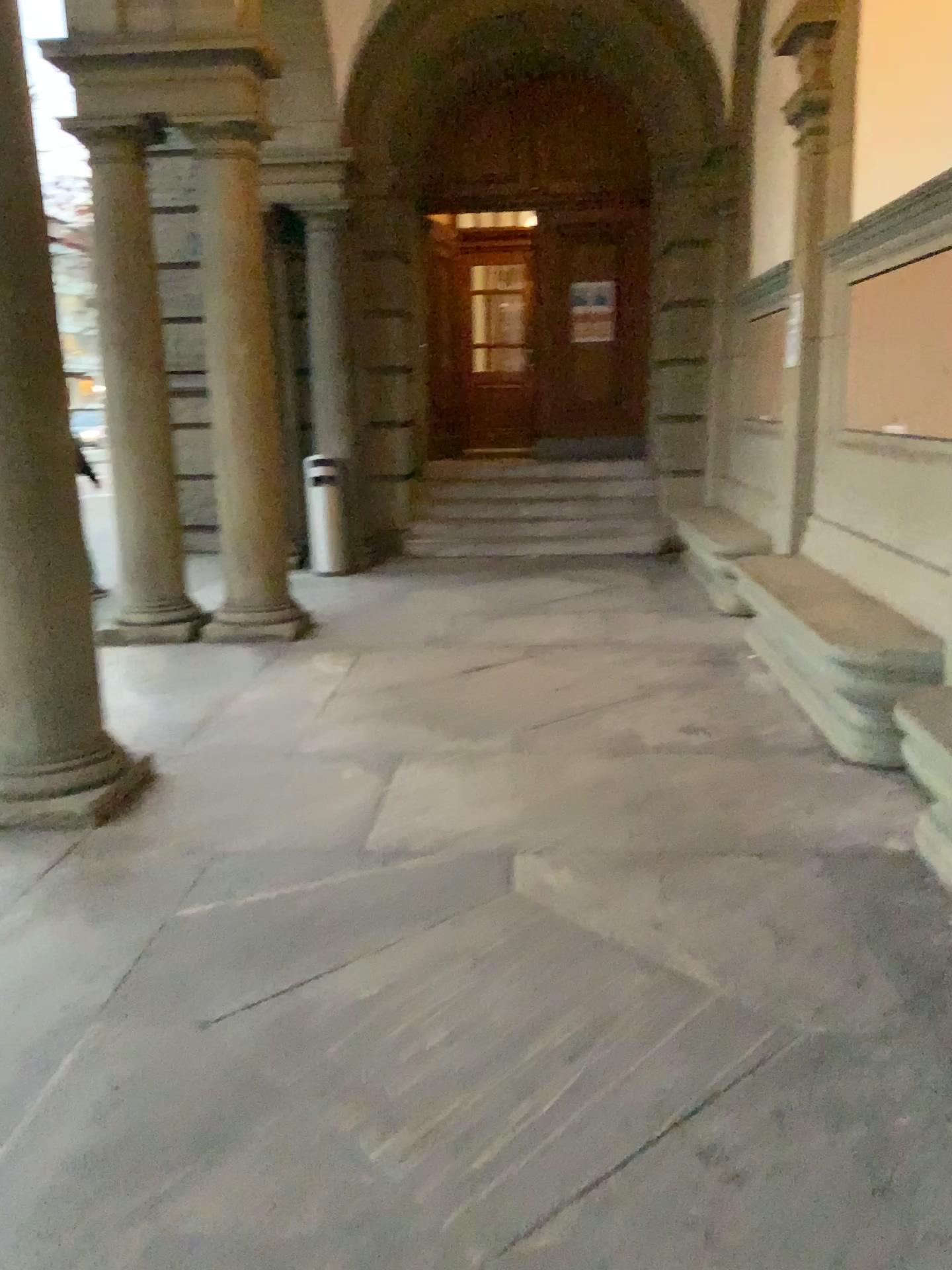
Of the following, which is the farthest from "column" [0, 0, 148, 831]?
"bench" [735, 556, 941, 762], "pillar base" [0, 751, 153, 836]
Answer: "bench" [735, 556, 941, 762]

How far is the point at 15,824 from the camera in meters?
3.7 m

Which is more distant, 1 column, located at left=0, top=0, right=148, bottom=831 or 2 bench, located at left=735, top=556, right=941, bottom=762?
2 bench, located at left=735, top=556, right=941, bottom=762

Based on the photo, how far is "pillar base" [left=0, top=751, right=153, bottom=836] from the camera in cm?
372

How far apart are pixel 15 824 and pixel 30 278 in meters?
1.9 m

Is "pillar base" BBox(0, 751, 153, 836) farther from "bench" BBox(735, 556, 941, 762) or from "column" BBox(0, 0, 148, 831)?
"bench" BBox(735, 556, 941, 762)

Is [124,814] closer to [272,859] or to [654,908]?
[272,859]

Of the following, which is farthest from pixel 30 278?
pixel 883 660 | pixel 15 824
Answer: pixel 883 660

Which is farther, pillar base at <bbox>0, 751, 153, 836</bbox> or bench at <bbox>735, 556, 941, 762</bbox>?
bench at <bbox>735, 556, 941, 762</bbox>
